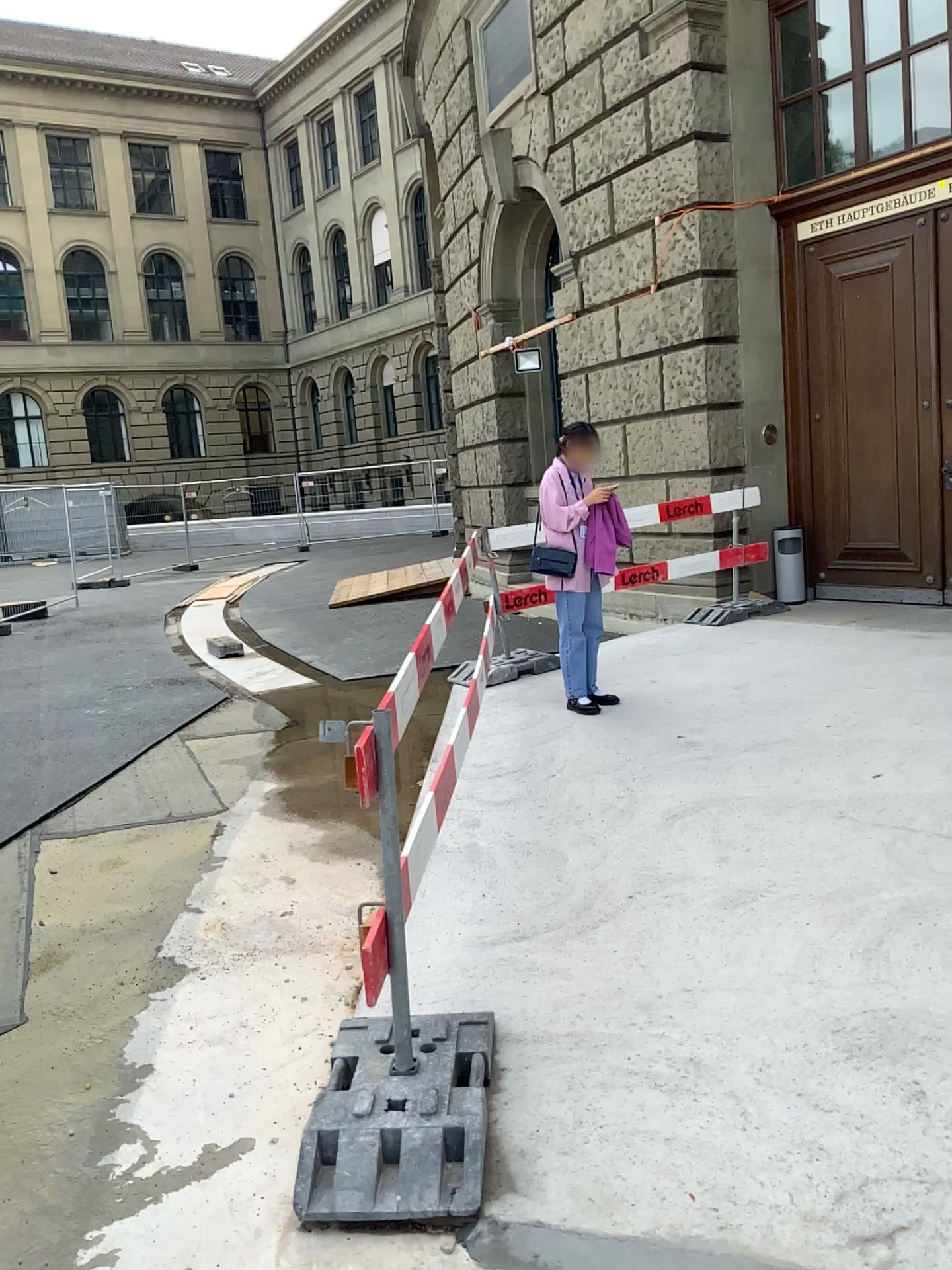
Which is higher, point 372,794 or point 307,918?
point 372,794

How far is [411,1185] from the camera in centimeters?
222cm

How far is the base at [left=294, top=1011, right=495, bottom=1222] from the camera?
2.2m
